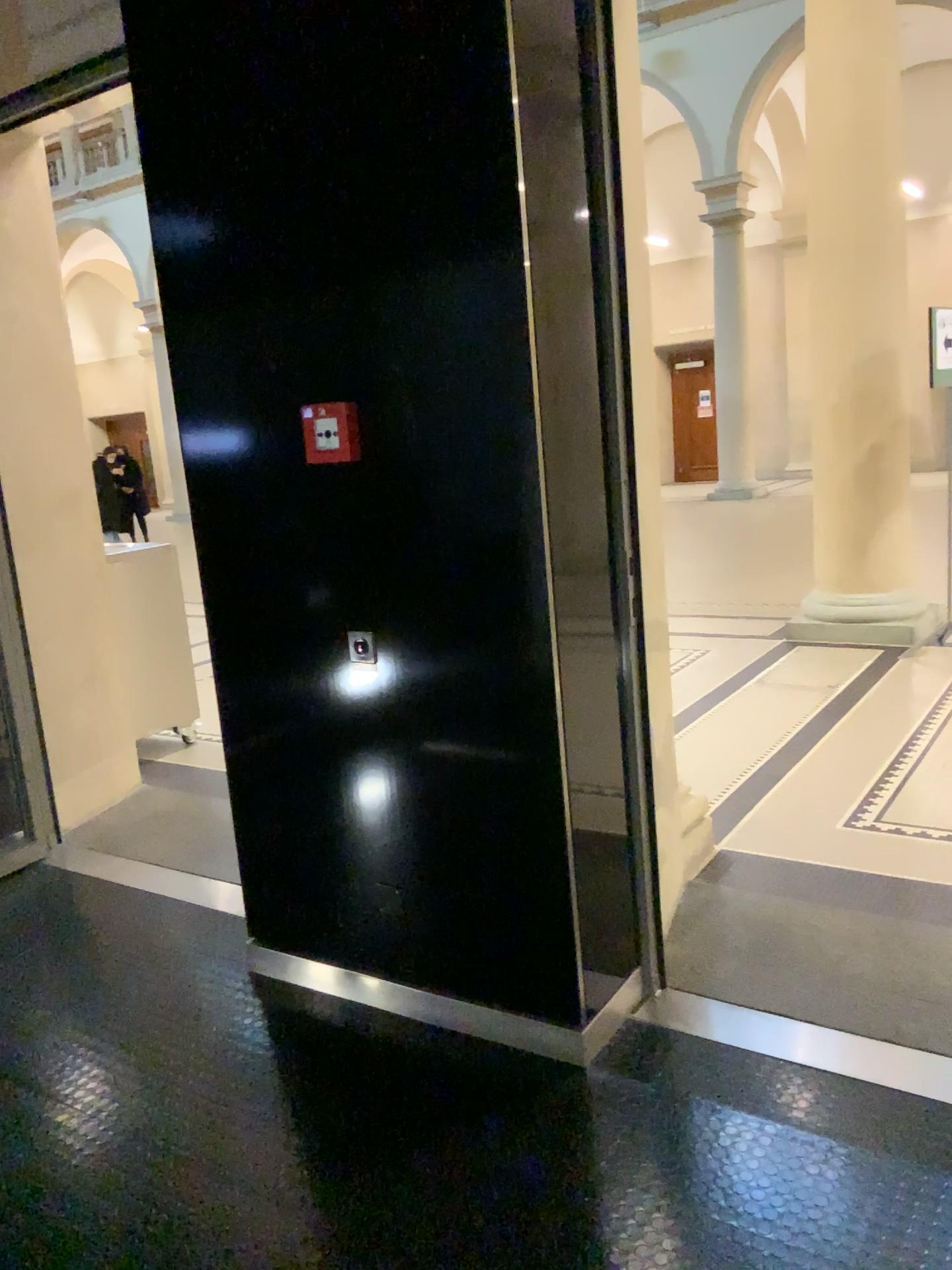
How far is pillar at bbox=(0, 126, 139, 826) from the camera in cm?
402

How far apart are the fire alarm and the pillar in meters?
2.1

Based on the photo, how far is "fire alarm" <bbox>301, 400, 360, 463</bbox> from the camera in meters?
2.4 m

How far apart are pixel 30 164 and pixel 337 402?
2.5m

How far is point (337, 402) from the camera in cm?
240

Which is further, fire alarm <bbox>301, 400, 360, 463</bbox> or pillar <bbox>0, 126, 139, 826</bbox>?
pillar <bbox>0, 126, 139, 826</bbox>

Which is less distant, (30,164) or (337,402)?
(337,402)

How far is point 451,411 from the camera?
2.2m
